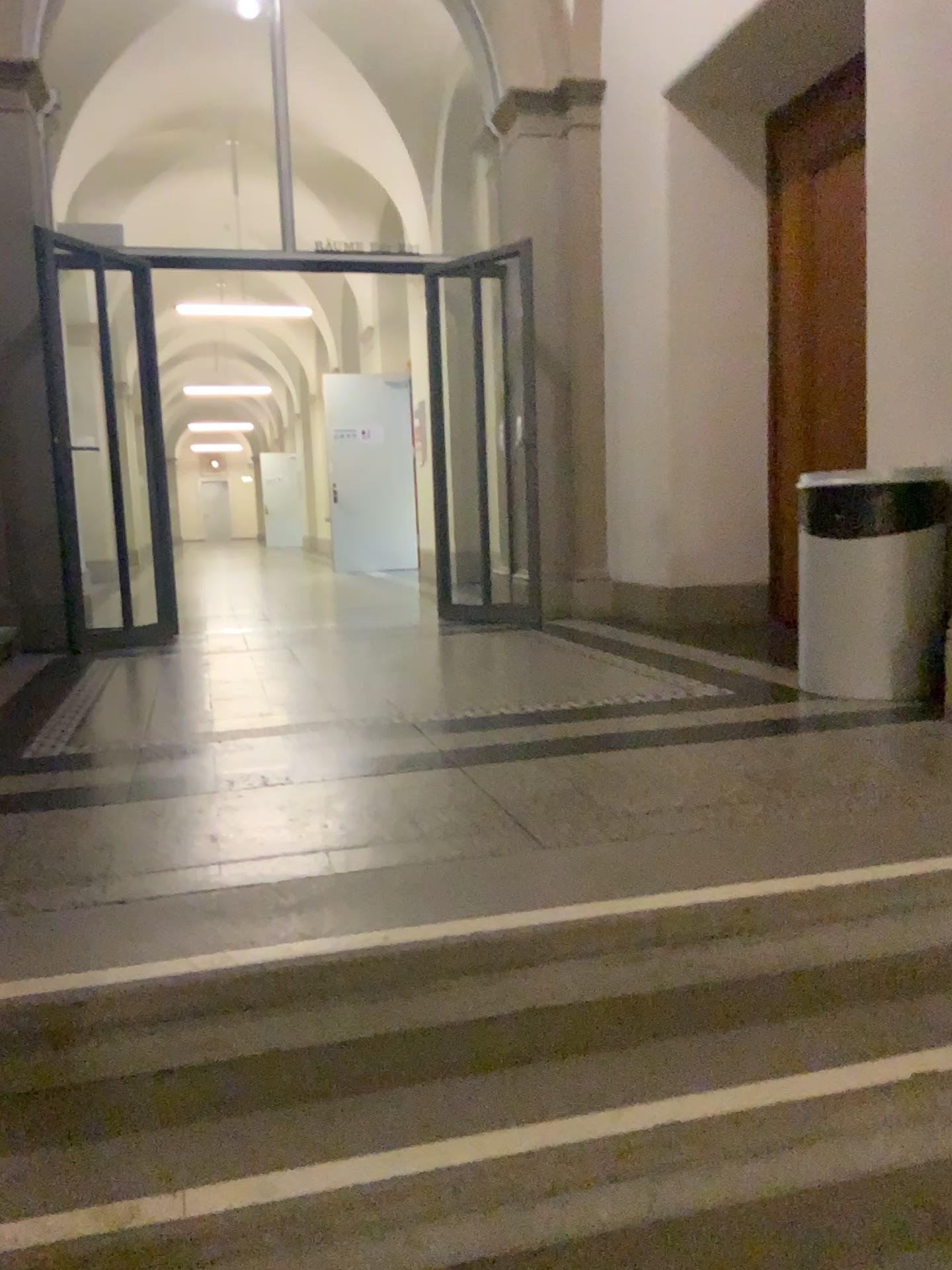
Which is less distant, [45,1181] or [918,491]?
[45,1181]

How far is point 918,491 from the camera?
3.24m

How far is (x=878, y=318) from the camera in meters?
3.6 m

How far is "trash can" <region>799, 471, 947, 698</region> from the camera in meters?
3.2

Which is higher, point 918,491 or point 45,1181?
point 918,491

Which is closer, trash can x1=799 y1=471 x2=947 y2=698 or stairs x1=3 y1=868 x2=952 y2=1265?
stairs x1=3 y1=868 x2=952 y2=1265
